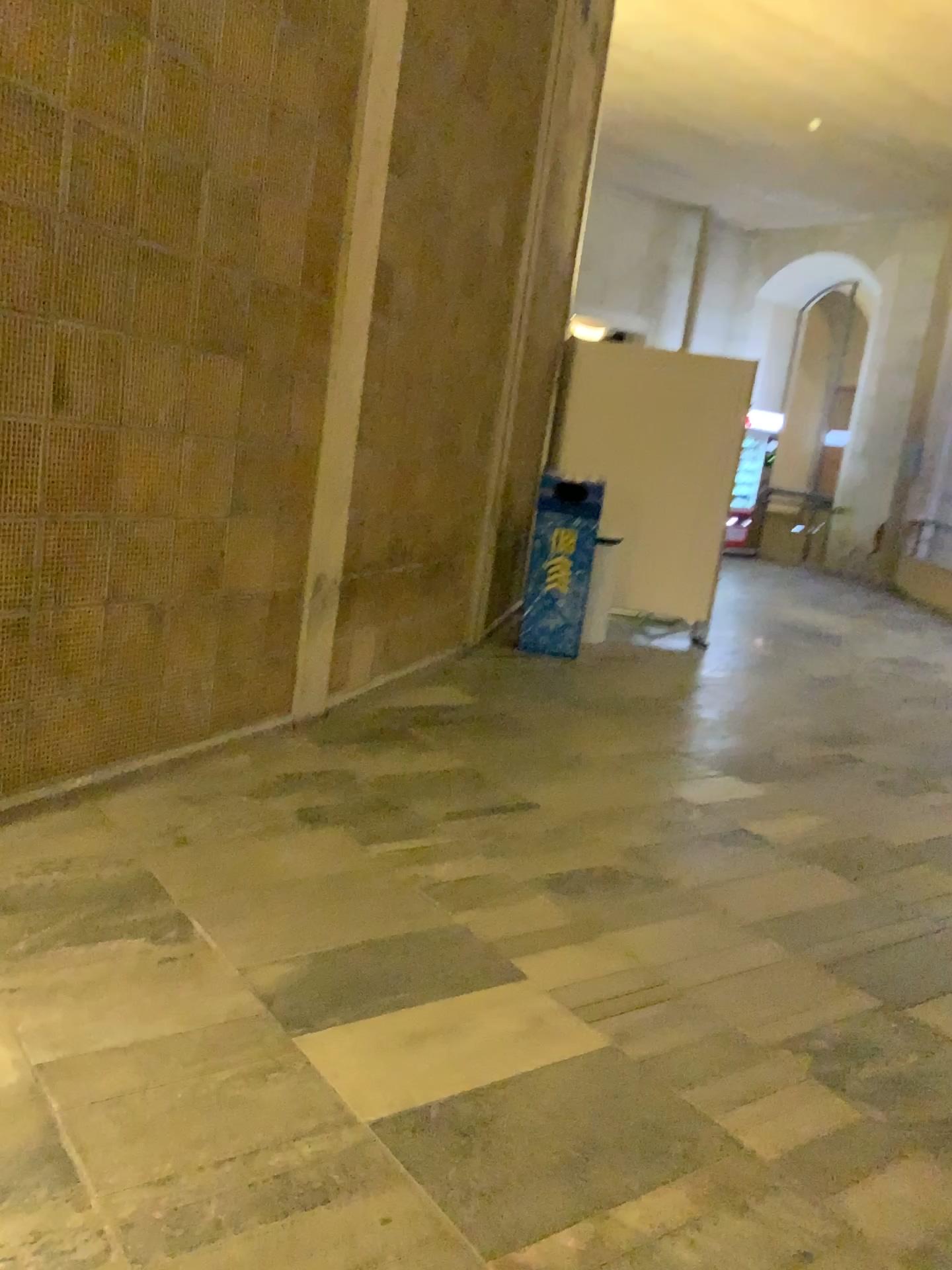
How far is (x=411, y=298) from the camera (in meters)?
4.32
